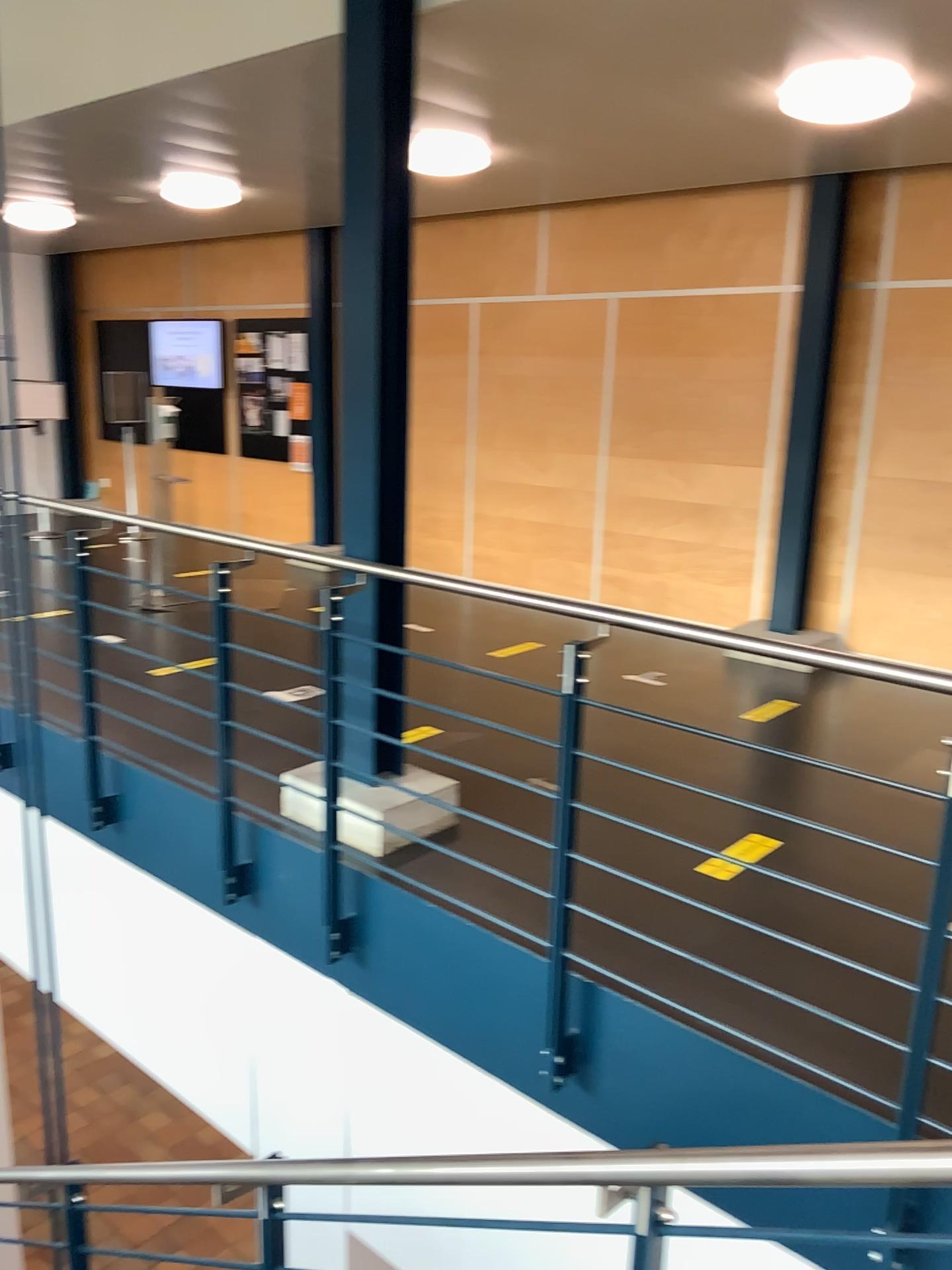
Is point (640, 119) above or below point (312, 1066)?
above
